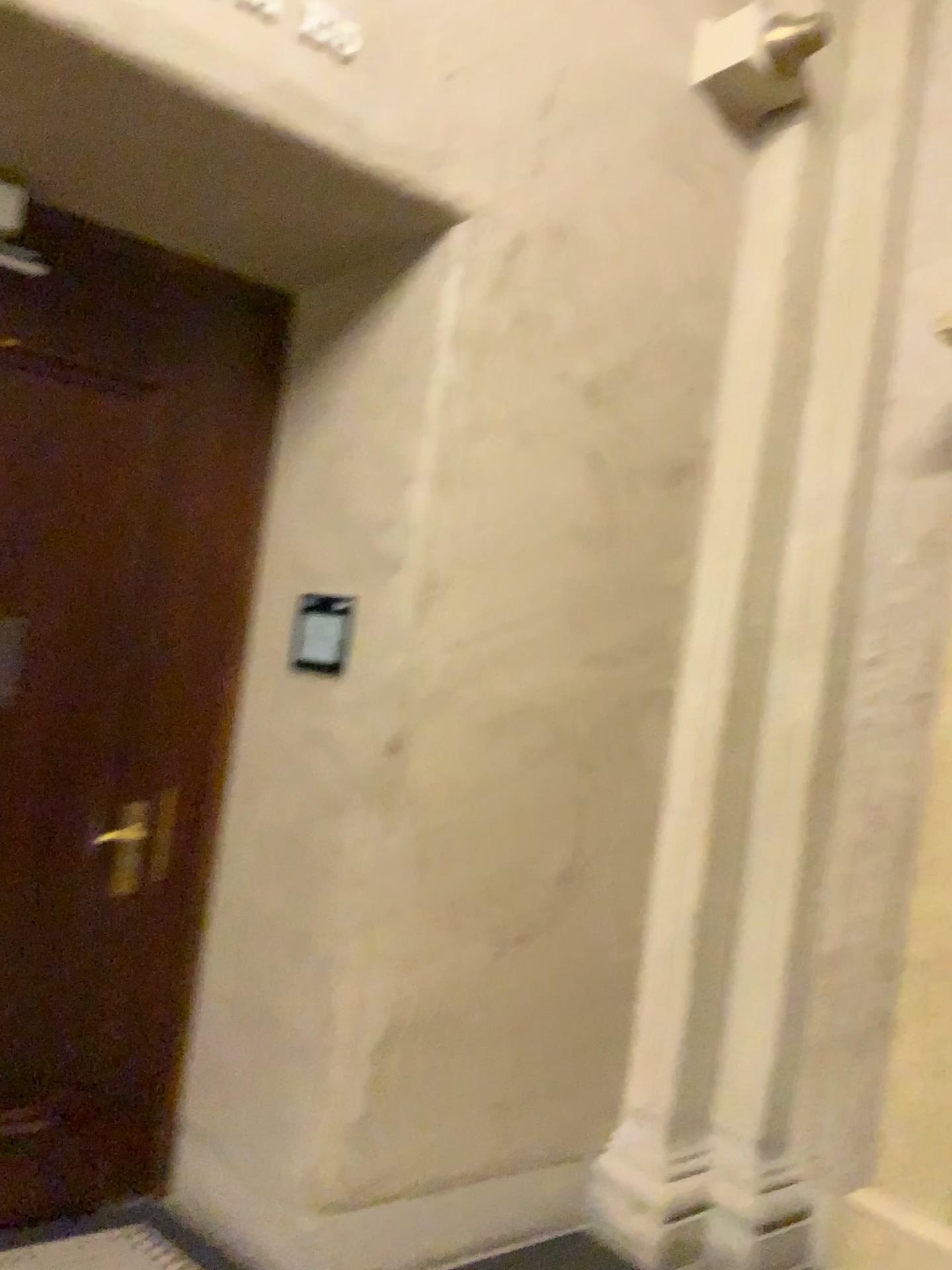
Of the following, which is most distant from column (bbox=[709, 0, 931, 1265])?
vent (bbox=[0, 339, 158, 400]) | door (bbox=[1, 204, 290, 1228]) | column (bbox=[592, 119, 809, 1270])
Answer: vent (bbox=[0, 339, 158, 400])

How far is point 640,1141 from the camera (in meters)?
3.08

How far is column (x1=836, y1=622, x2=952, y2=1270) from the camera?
2.5 meters

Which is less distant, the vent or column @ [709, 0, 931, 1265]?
the vent

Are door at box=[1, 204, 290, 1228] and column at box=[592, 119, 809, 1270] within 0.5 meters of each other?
no

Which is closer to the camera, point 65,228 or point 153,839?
point 65,228

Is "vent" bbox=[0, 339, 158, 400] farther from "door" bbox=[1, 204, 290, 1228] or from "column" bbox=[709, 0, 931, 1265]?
"column" bbox=[709, 0, 931, 1265]

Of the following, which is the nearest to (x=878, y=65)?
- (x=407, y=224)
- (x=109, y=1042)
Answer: (x=407, y=224)

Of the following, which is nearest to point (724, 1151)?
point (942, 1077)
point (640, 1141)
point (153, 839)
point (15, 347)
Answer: point (640, 1141)

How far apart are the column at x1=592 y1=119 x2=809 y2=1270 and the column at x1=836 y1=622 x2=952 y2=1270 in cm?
41
